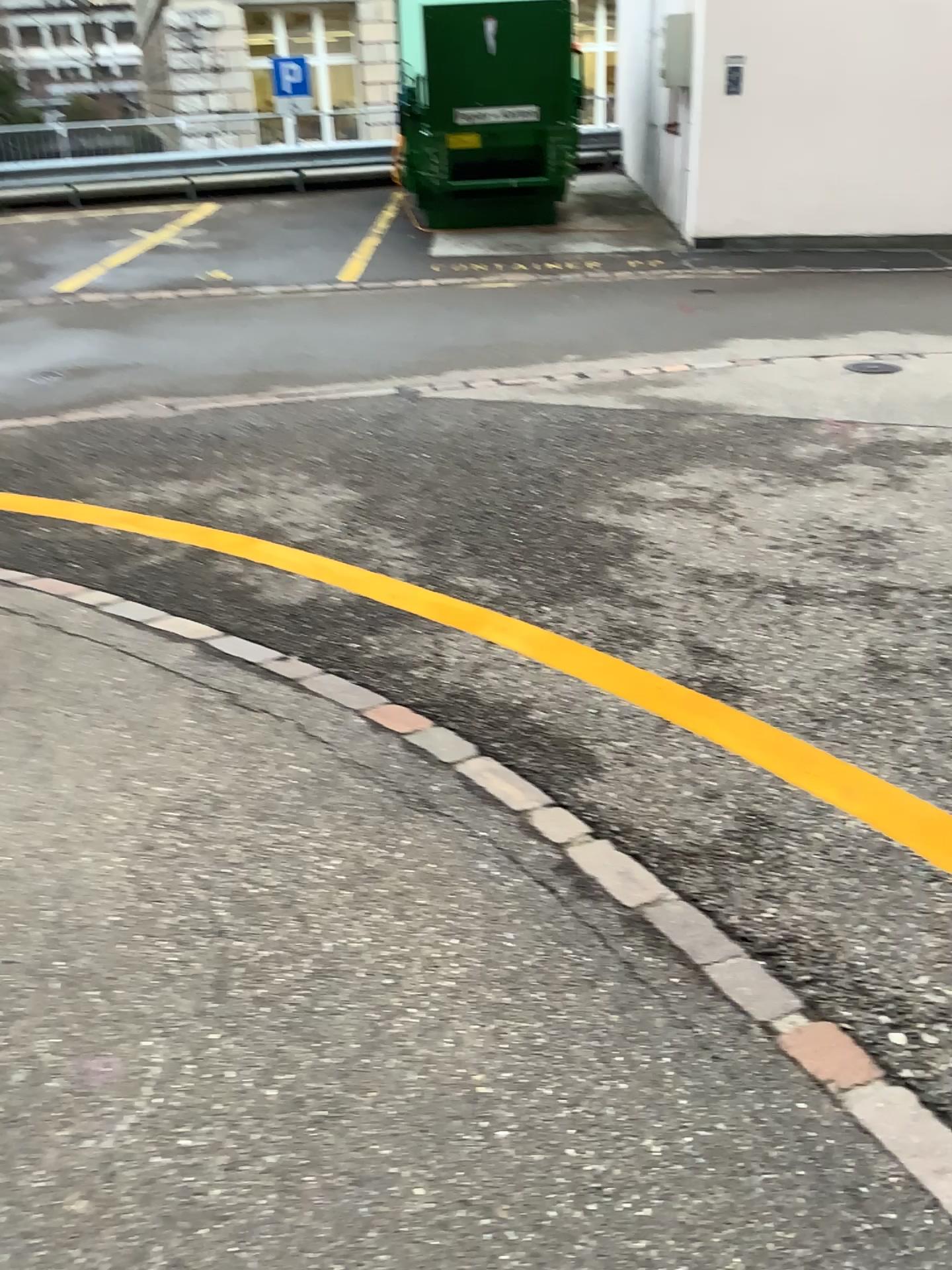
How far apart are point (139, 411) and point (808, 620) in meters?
3.7 m
